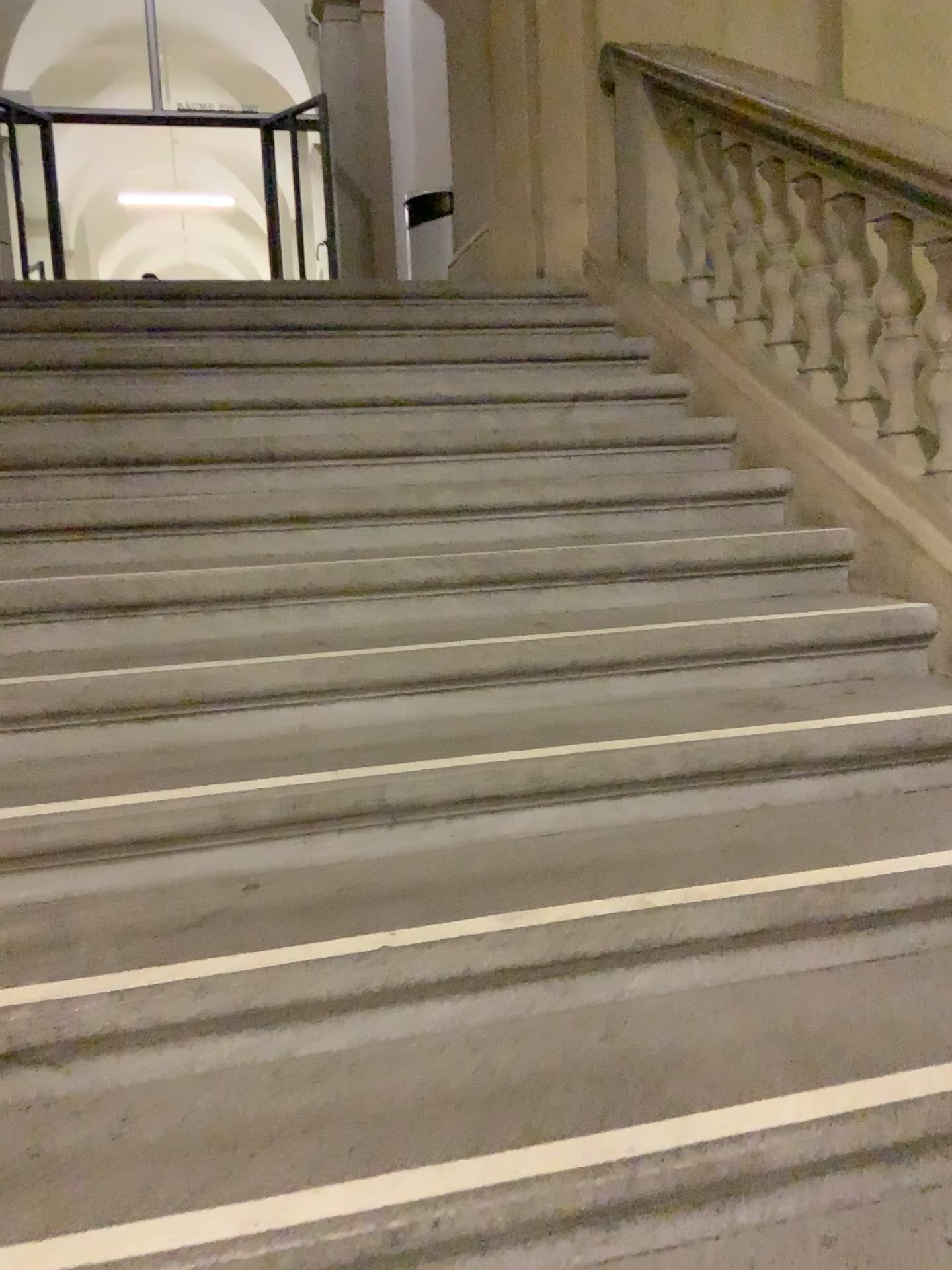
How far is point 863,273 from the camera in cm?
276

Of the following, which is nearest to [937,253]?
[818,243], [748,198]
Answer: [818,243]

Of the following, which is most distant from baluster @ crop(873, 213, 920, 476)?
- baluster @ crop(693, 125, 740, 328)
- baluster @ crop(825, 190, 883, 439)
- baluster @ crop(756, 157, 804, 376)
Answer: baluster @ crop(693, 125, 740, 328)

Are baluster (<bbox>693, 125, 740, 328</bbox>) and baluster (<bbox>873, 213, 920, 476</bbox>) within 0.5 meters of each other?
no

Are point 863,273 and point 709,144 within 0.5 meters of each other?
no

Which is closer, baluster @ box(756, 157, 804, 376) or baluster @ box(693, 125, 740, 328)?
baluster @ box(756, 157, 804, 376)

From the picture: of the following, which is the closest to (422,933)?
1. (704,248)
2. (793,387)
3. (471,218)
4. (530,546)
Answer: (530,546)

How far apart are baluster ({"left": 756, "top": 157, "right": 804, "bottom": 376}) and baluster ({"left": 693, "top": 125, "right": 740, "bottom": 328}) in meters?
0.3 m

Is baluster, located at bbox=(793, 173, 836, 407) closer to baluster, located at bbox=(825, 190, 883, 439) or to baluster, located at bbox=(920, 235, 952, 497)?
baluster, located at bbox=(825, 190, 883, 439)

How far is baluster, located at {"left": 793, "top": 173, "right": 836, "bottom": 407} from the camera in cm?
295
